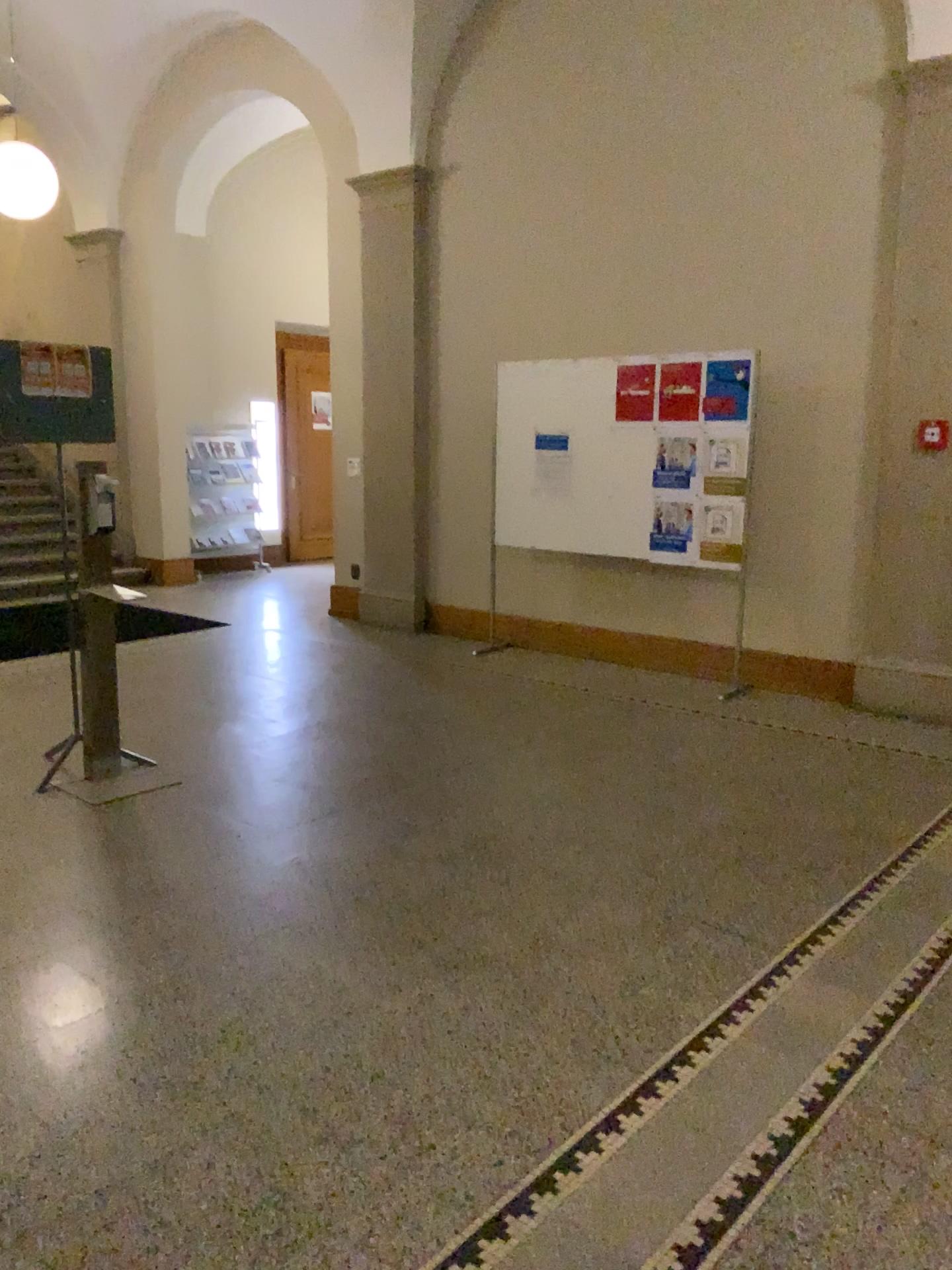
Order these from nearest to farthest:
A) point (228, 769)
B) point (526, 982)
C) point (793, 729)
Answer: point (526, 982) < point (228, 769) < point (793, 729)
